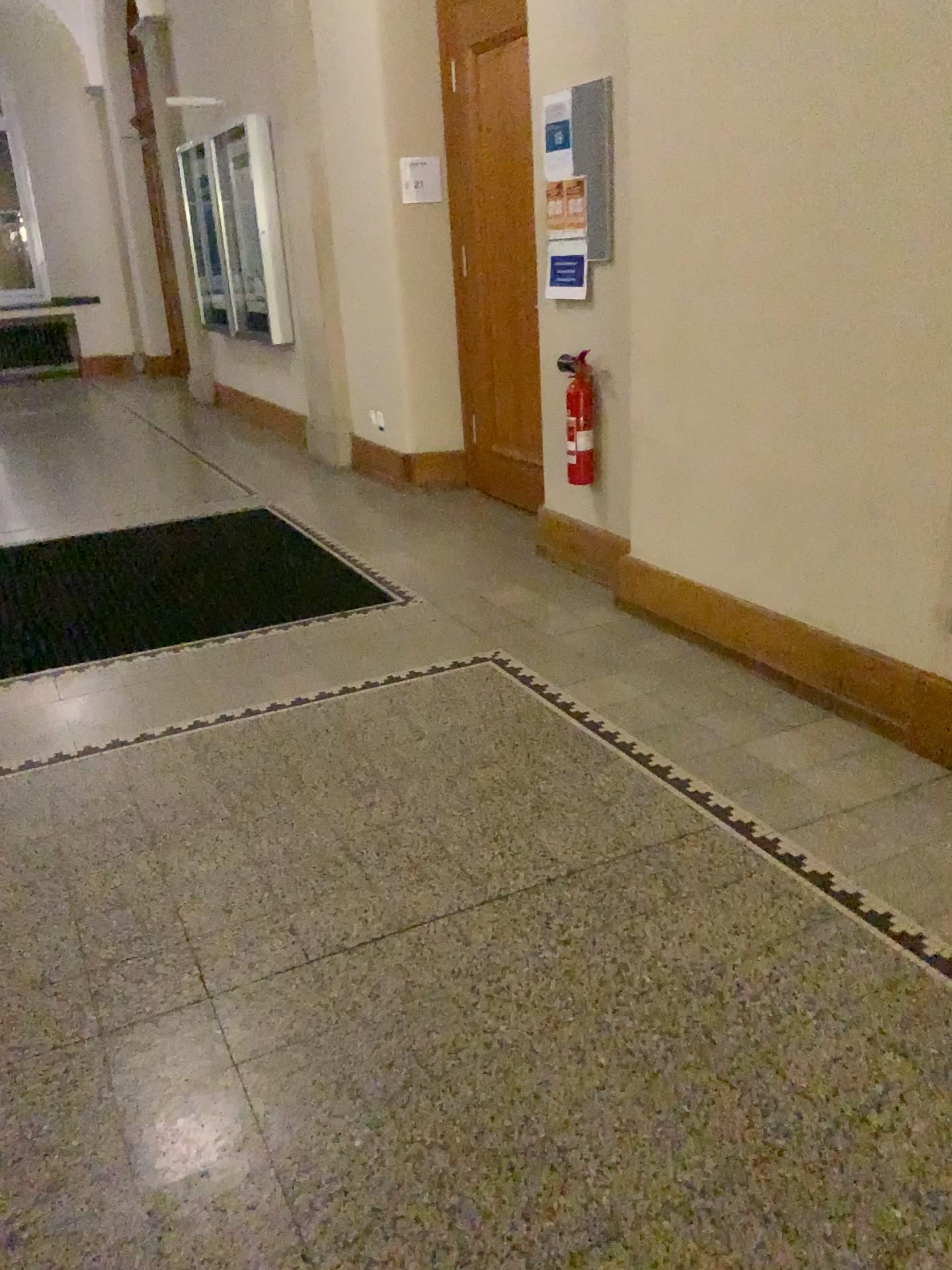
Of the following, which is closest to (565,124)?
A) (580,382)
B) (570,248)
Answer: (570,248)

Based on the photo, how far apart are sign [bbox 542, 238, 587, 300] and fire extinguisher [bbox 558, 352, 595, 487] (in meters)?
0.29

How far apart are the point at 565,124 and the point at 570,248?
0.44m

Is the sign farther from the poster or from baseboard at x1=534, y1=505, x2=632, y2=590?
baseboard at x1=534, y1=505, x2=632, y2=590

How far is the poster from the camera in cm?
393

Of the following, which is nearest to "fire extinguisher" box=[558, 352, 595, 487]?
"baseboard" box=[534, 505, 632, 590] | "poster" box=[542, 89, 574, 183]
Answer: "baseboard" box=[534, 505, 632, 590]

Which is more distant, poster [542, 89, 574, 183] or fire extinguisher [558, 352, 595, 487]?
fire extinguisher [558, 352, 595, 487]

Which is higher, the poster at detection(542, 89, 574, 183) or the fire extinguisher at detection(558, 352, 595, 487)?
the poster at detection(542, 89, 574, 183)

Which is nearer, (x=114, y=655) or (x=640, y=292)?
(x=640, y=292)

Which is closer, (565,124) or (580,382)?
(565,124)
